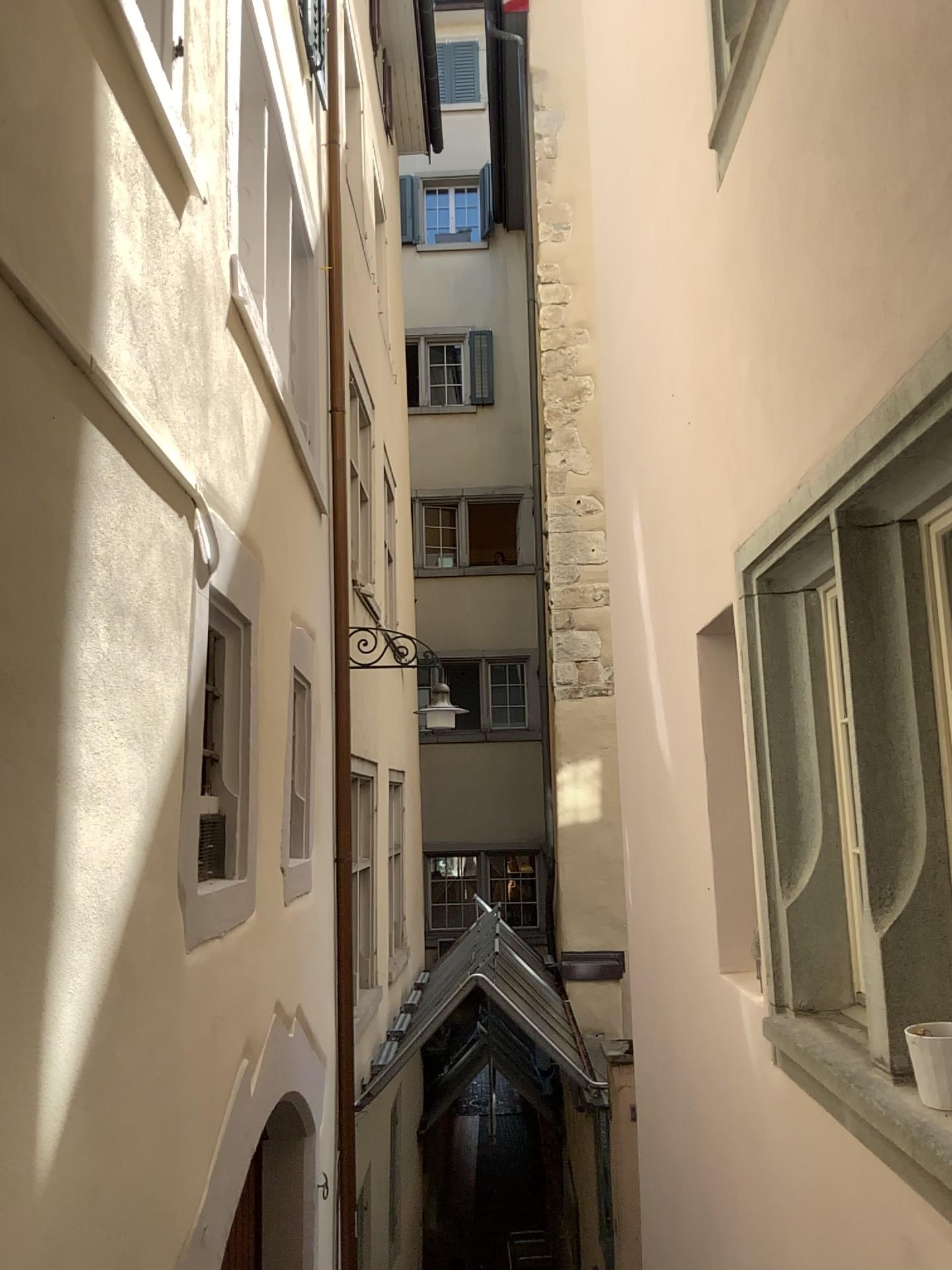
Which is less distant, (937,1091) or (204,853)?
(937,1091)

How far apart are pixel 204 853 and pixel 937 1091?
2.12m

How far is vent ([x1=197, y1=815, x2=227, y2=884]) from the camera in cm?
324

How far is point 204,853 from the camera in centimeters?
324cm

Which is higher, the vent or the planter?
the vent

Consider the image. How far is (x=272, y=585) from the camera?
4.44m

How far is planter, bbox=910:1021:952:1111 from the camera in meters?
2.0

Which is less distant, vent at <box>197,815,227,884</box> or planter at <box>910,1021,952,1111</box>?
planter at <box>910,1021,952,1111</box>

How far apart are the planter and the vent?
2.03m
